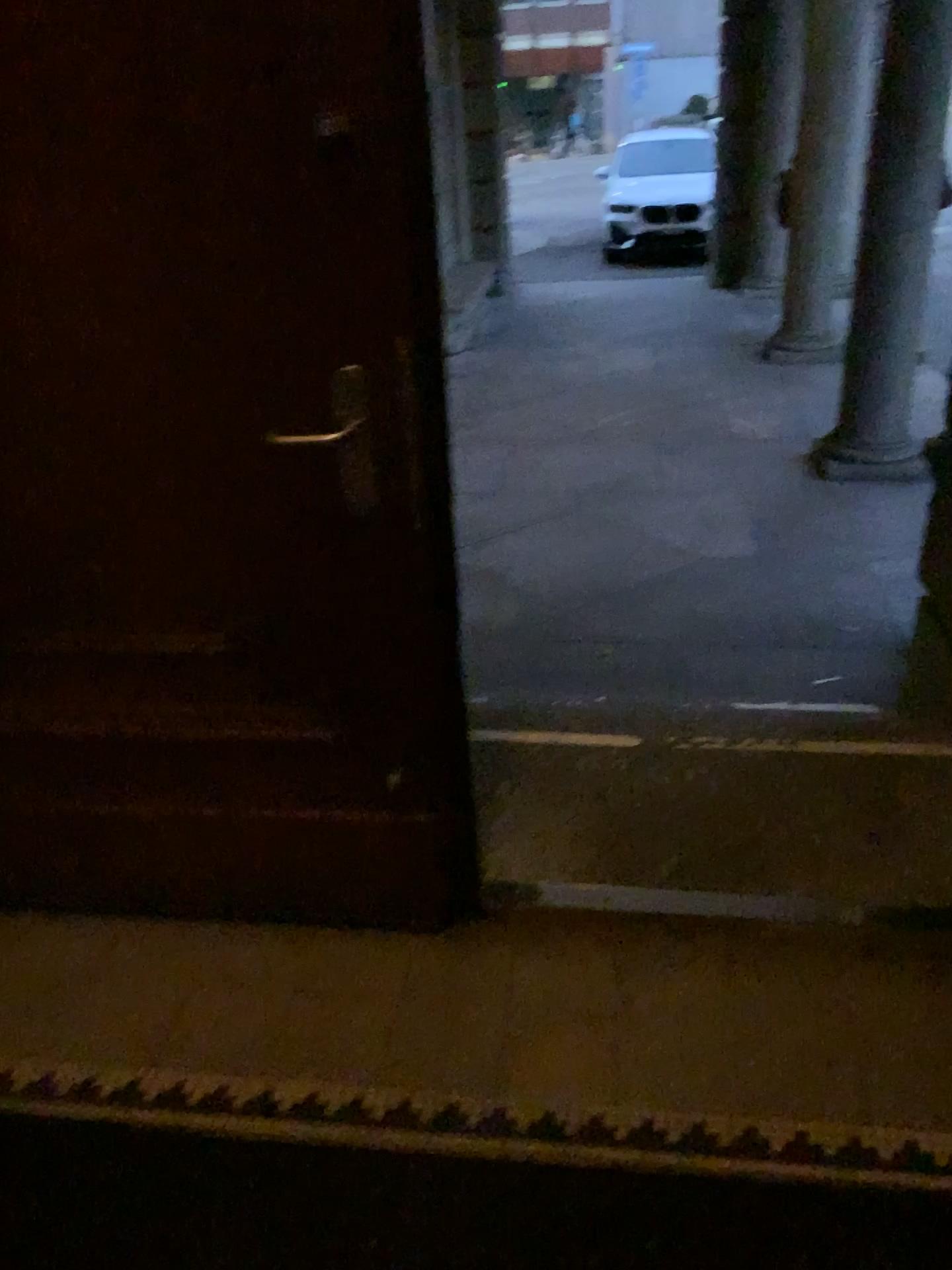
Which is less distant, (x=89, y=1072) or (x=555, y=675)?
(x=89, y=1072)

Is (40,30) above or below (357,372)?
above
